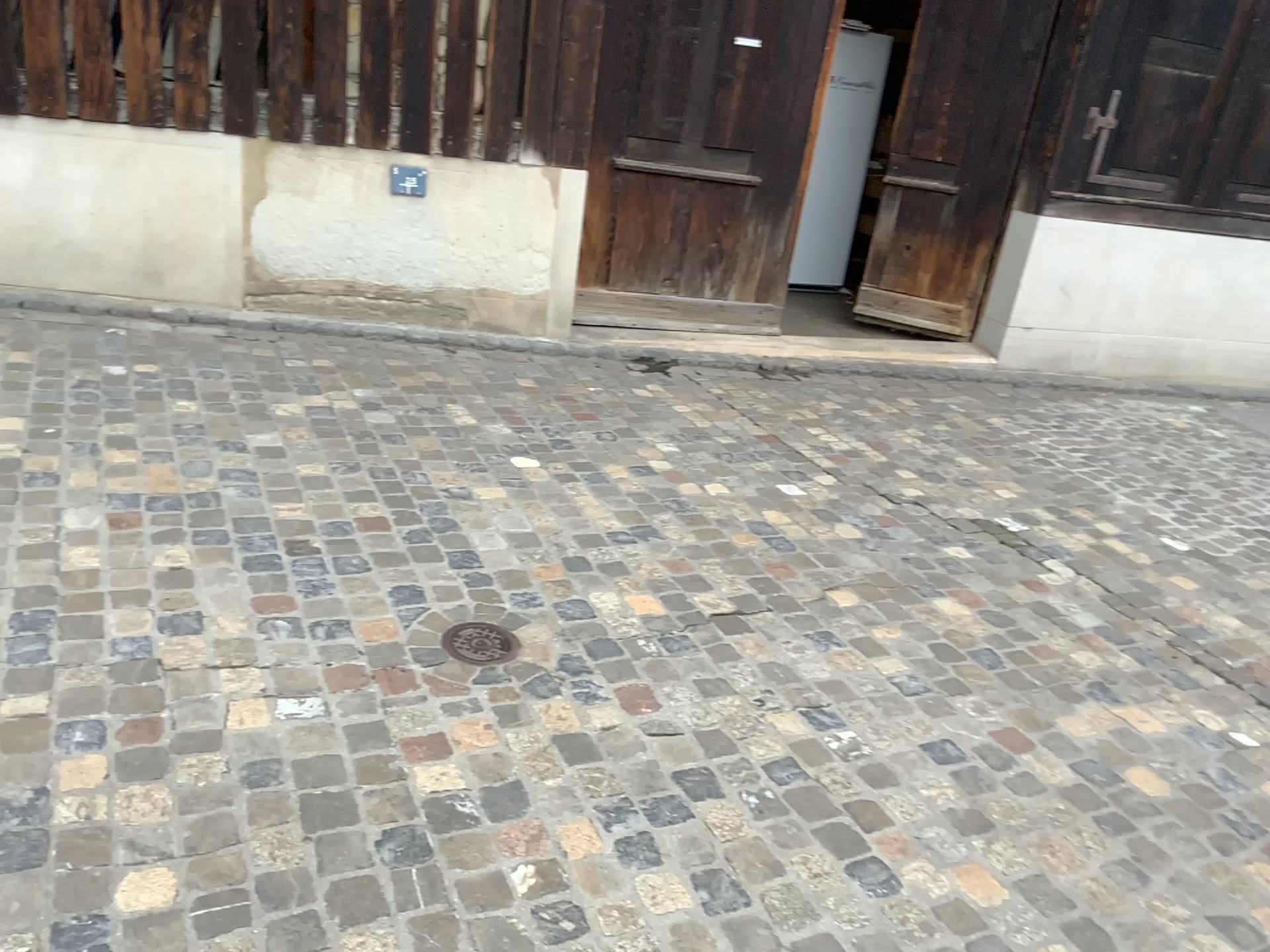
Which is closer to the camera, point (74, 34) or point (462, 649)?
point (462, 649)

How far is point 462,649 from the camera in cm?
248

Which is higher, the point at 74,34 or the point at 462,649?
the point at 74,34

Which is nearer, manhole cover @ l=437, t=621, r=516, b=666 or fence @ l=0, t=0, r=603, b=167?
manhole cover @ l=437, t=621, r=516, b=666

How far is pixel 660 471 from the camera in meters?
3.7 m

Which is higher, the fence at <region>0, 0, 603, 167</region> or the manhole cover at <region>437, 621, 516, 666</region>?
the fence at <region>0, 0, 603, 167</region>

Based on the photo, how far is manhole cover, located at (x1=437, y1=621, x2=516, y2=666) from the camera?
2.5 meters
